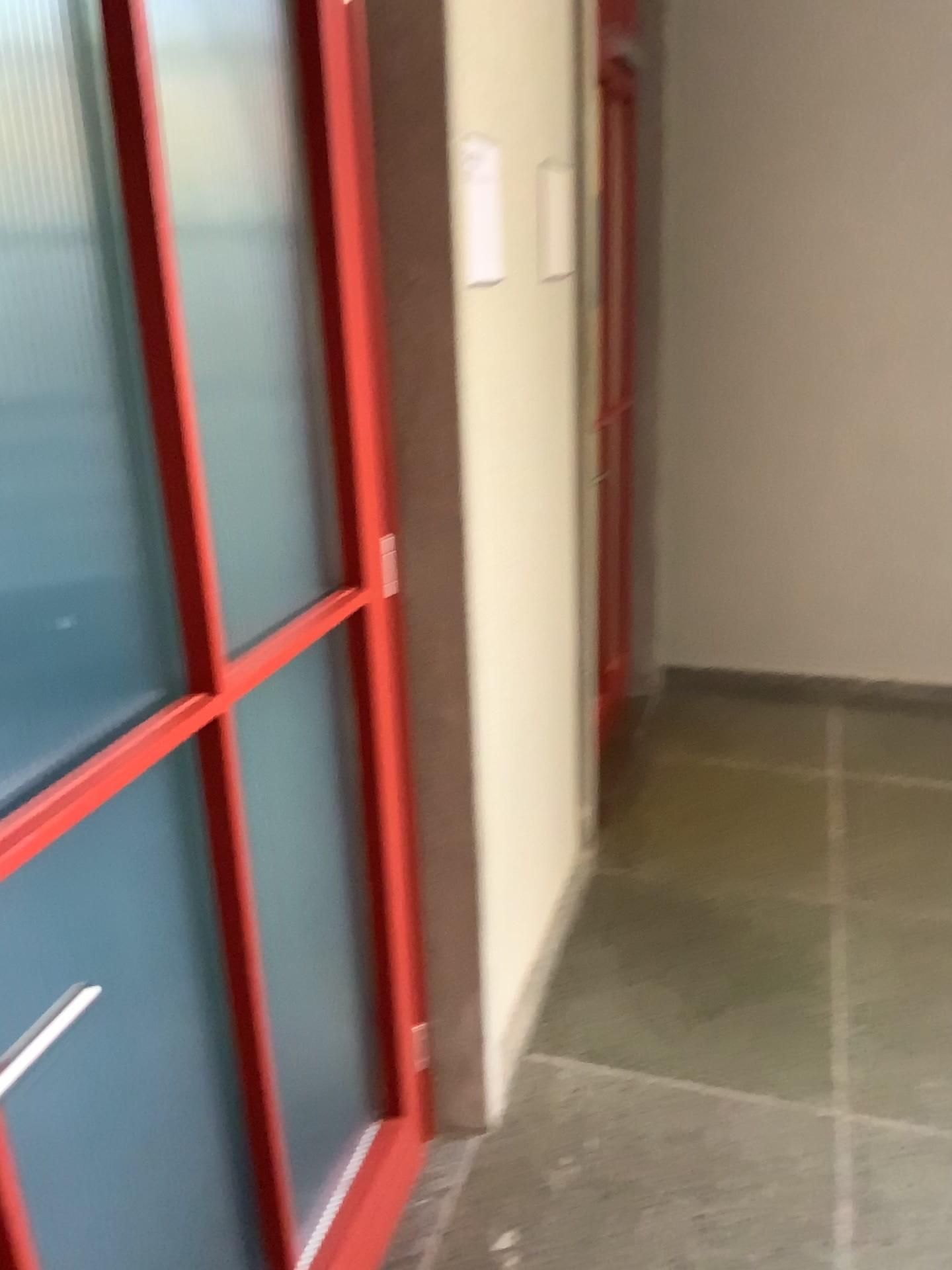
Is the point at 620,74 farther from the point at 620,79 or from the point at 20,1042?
the point at 20,1042

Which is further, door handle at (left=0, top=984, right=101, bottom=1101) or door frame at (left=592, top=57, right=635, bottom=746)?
door frame at (left=592, top=57, right=635, bottom=746)

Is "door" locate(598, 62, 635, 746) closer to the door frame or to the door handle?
the door frame

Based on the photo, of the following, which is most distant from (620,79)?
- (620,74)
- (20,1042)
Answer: (20,1042)

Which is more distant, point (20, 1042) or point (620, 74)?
point (620, 74)

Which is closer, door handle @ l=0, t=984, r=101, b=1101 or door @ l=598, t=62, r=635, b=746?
door handle @ l=0, t=984, r=101, b=1101

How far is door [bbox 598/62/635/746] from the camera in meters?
3.2 m

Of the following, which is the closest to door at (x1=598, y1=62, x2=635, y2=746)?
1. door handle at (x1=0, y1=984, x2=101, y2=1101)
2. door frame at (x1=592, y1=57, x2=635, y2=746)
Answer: door frame at (x1=592, y1=57, x2=635, y2=746)

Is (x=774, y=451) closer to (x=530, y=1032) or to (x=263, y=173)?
(x=530, y=1032)
